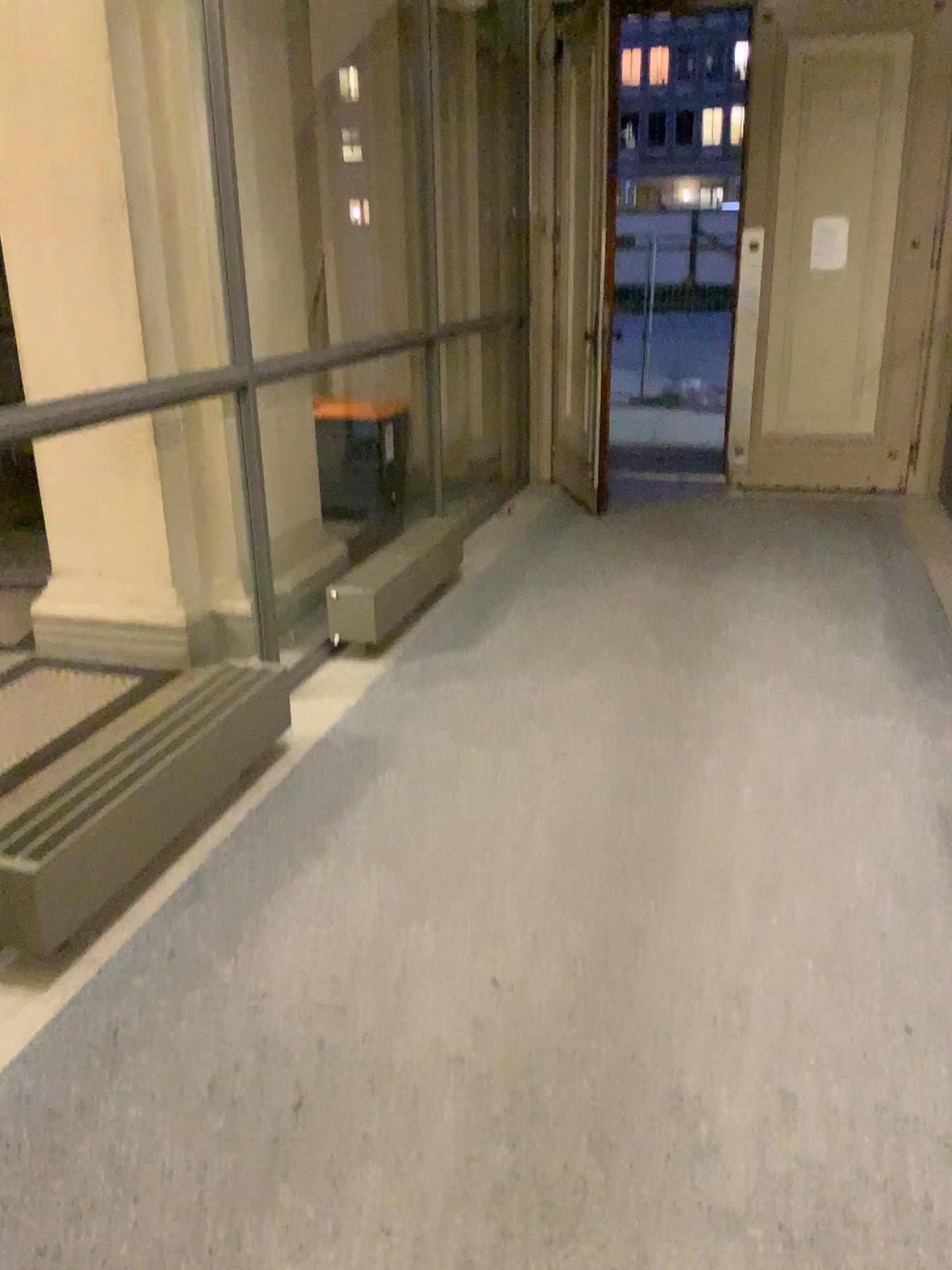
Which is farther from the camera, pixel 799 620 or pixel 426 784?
pixel 799 620
